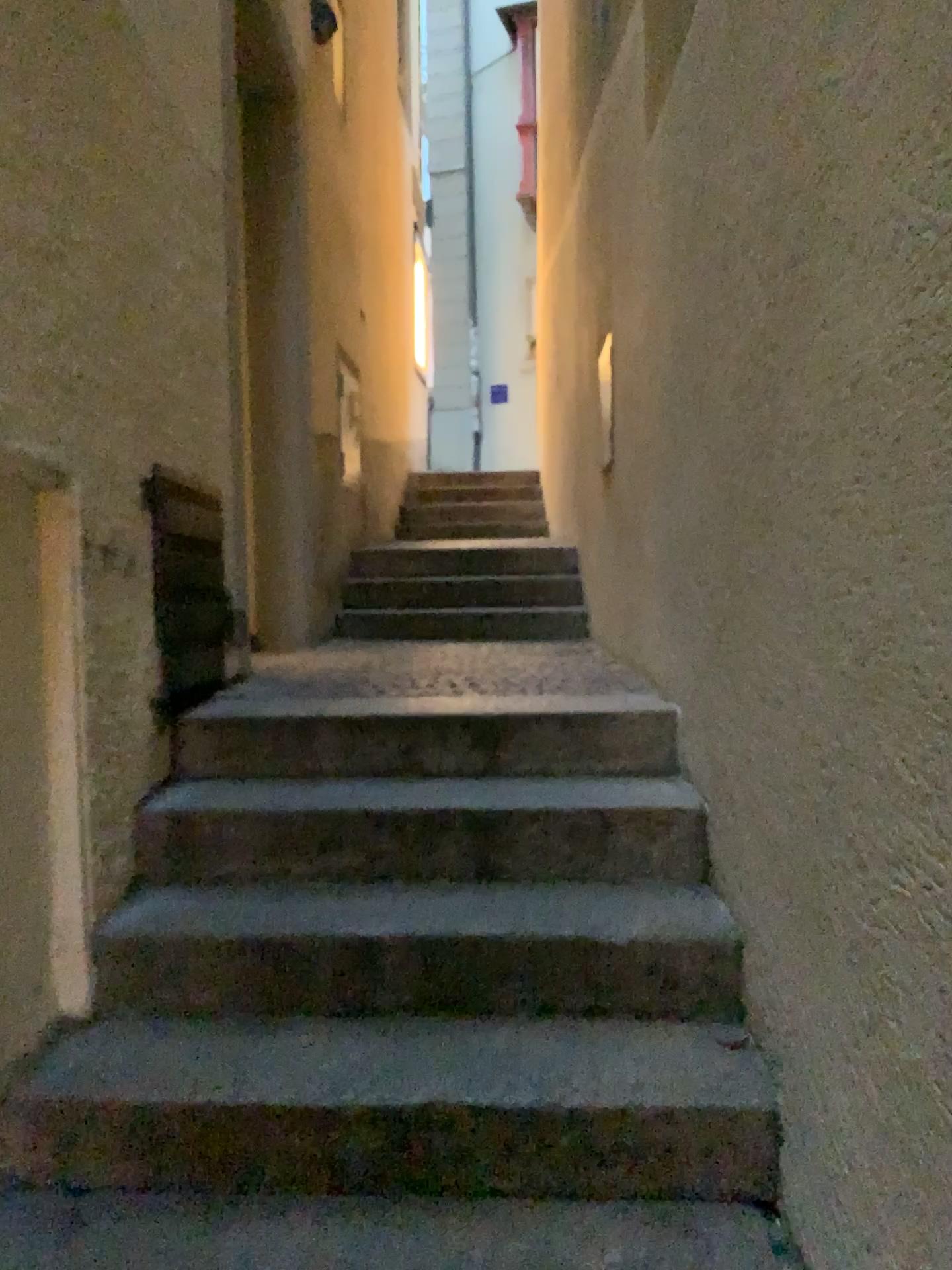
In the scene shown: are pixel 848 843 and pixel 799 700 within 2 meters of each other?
yes
